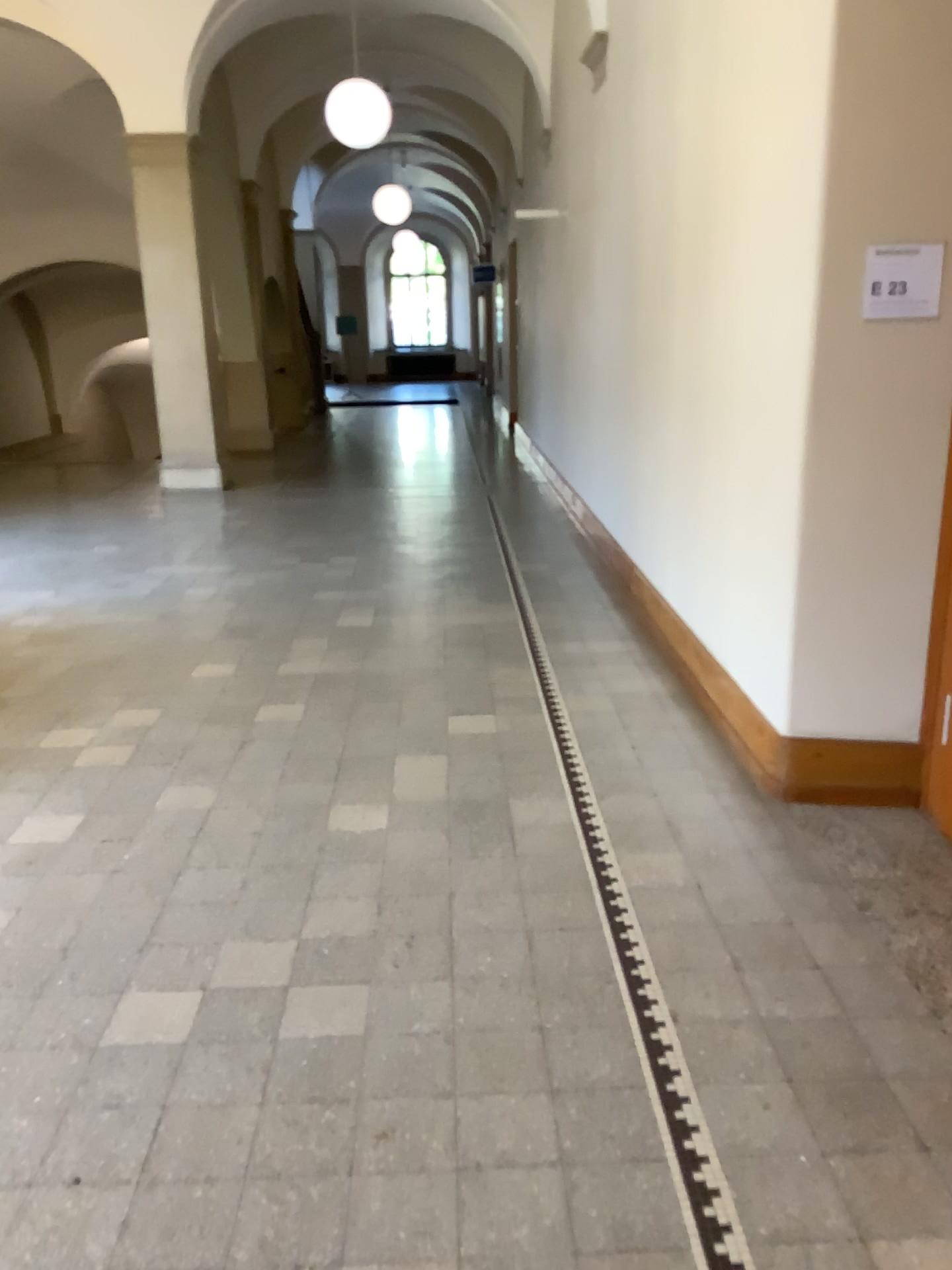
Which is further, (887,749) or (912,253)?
(887,749)

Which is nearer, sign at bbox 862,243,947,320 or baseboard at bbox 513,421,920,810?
sign at bbox 862,243,947,320

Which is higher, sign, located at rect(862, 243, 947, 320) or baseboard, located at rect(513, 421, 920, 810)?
sign, located at rect(862, 243, 947, 320)

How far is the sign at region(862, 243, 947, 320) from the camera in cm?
303

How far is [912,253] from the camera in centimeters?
303cm

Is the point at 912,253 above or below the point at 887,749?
above

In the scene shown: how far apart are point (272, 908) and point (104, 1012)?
0.6m
